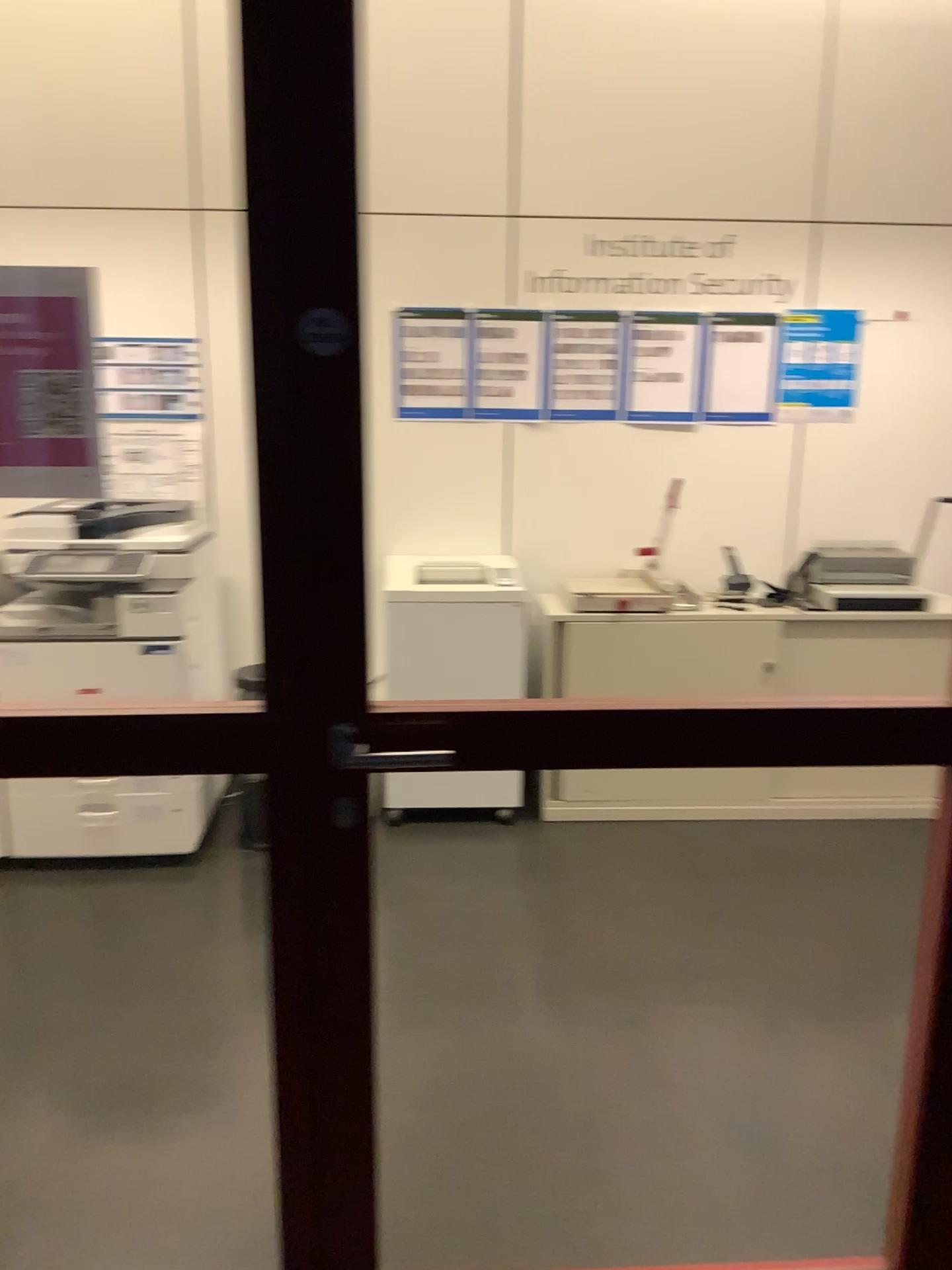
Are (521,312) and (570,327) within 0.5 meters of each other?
yes

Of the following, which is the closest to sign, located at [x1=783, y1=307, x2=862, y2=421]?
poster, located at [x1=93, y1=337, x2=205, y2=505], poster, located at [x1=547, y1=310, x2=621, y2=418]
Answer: poster, located at [x1=547, y1=310, x2=621, y2=418]

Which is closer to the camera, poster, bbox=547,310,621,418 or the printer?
the printer

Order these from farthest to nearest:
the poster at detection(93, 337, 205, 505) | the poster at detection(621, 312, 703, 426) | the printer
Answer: the poster at detection(621, 312, 703, 426), the poster at detection(93, 337, 205, 505), the printer

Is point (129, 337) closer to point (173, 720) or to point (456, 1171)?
point (173, 720)

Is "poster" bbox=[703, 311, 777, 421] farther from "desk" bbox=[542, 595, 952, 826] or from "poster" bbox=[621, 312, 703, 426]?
"desk" bbox=[542, 595, 952, 826]

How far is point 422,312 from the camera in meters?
3.9 m

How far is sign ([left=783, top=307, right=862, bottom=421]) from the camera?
4.01m

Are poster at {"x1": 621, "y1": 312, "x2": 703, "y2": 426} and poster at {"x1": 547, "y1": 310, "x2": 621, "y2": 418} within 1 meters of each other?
yes

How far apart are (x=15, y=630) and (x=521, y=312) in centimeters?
210cm
